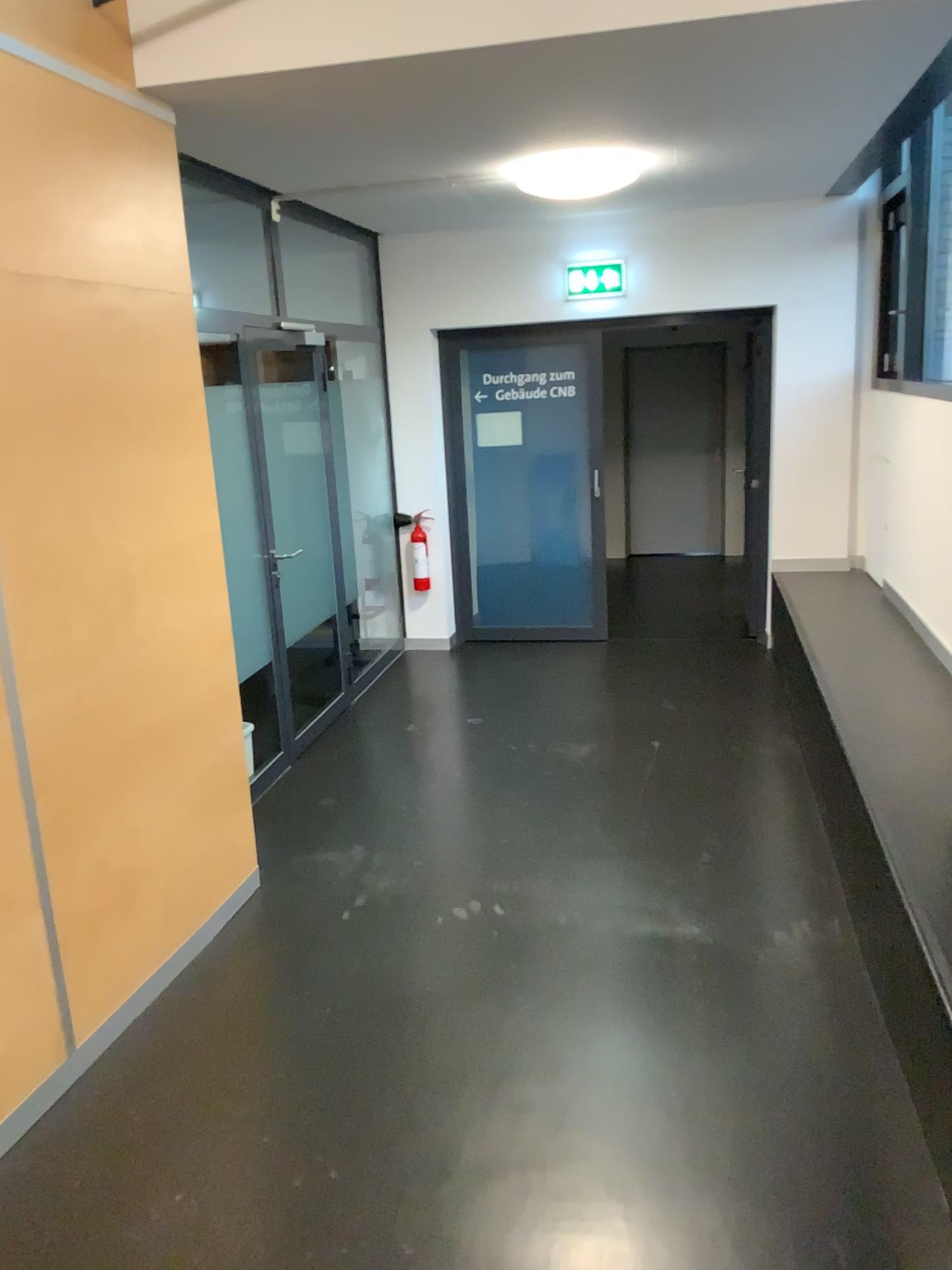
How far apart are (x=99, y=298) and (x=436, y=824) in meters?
2.4 m
